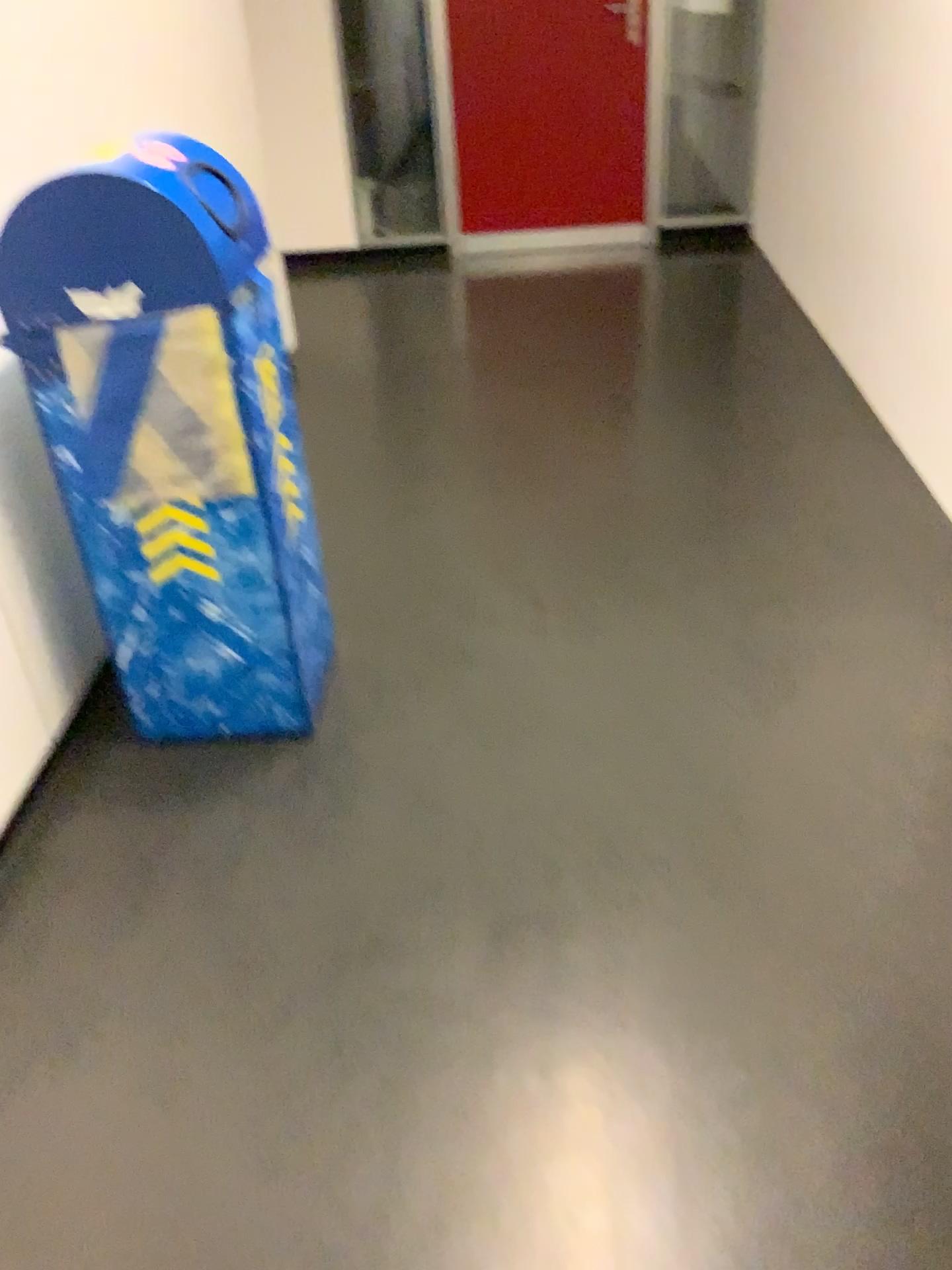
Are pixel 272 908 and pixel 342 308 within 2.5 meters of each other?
no

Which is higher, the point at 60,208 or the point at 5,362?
the point at 60,208

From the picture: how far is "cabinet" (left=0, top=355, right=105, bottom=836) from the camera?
1.93m

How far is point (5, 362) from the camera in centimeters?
193cm
